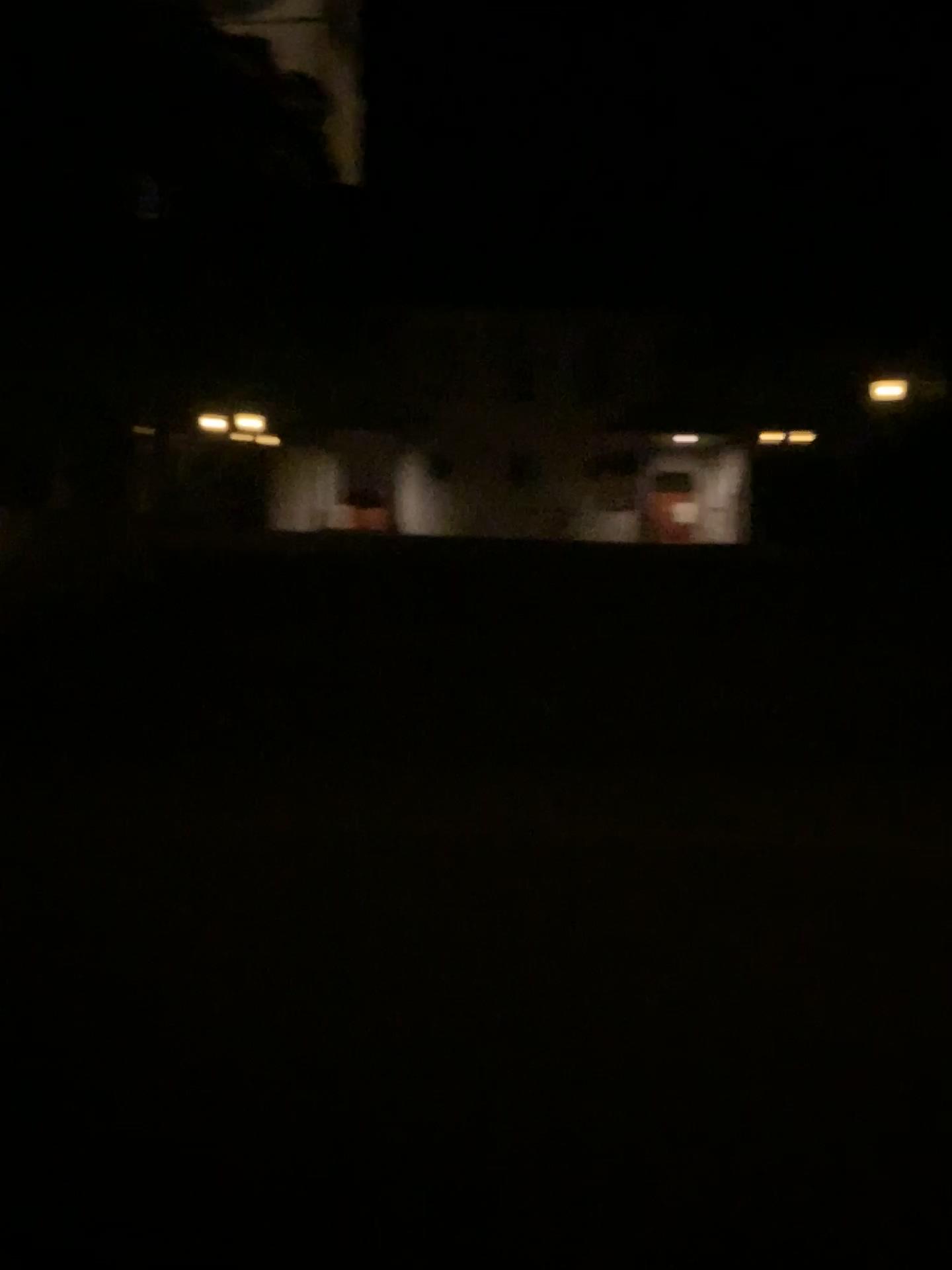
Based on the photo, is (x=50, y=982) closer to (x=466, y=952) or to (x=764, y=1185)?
(x=466, y=952)
